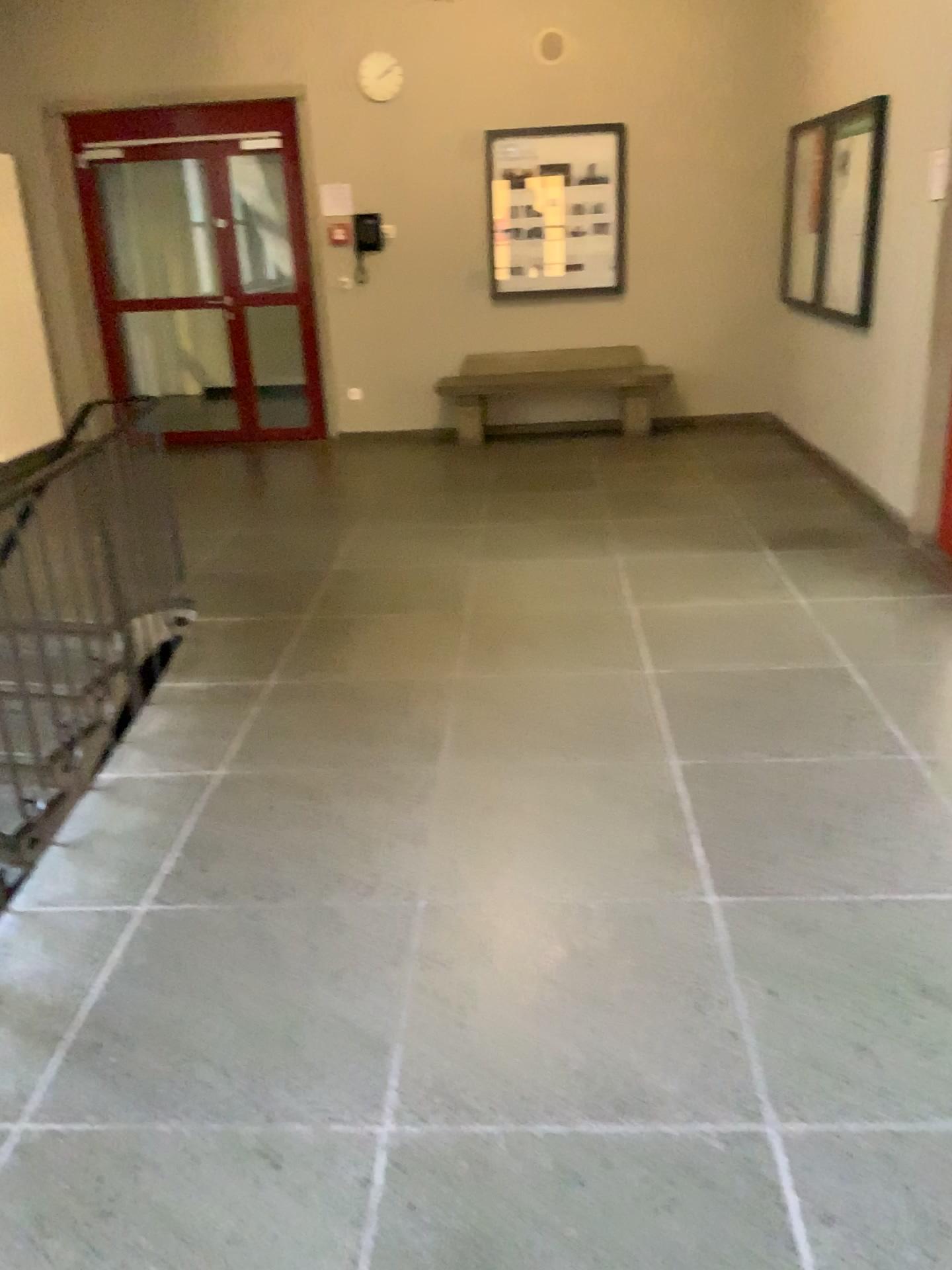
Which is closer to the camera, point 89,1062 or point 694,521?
point 89,1062
